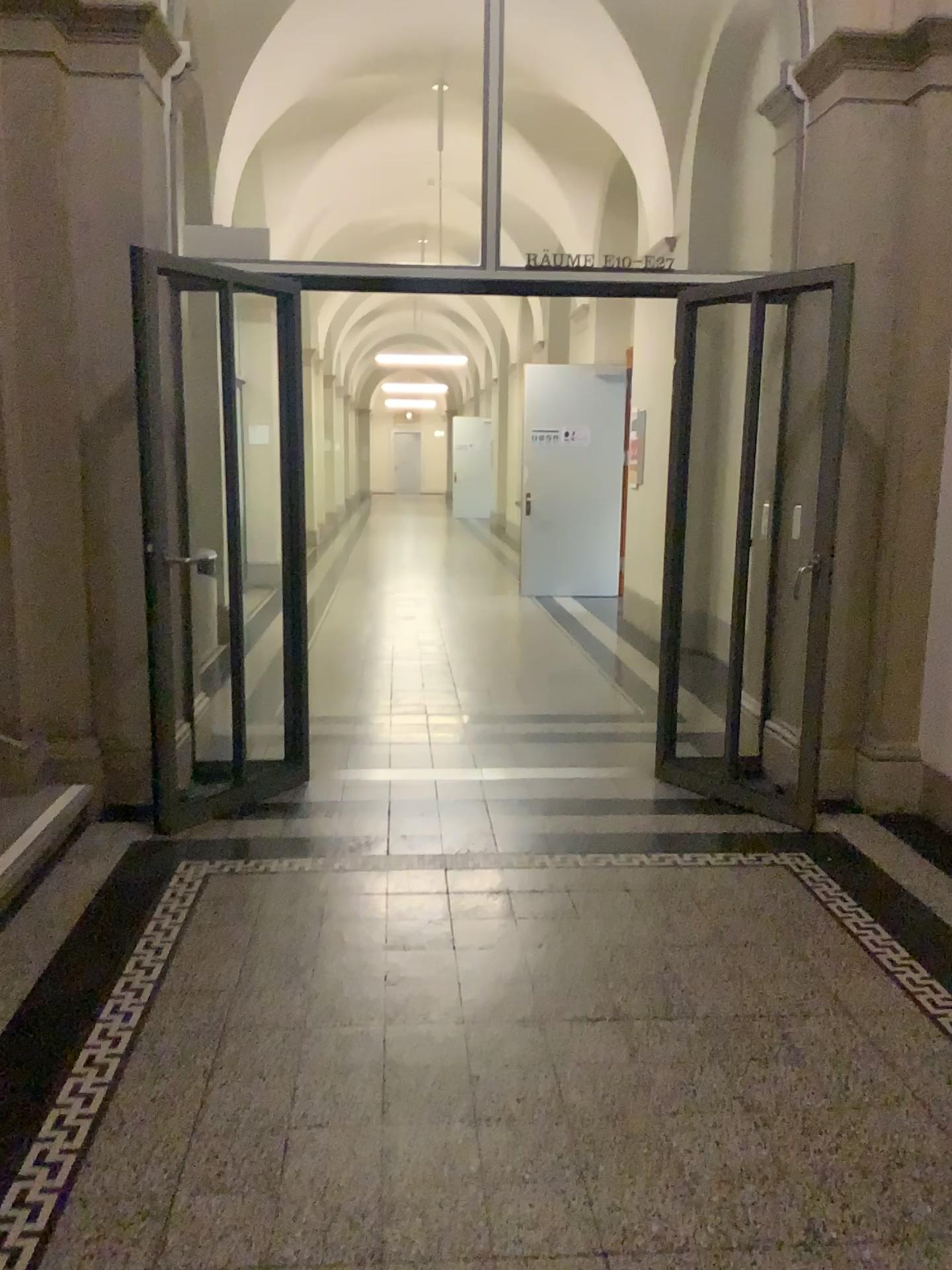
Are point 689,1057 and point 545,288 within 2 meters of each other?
no
